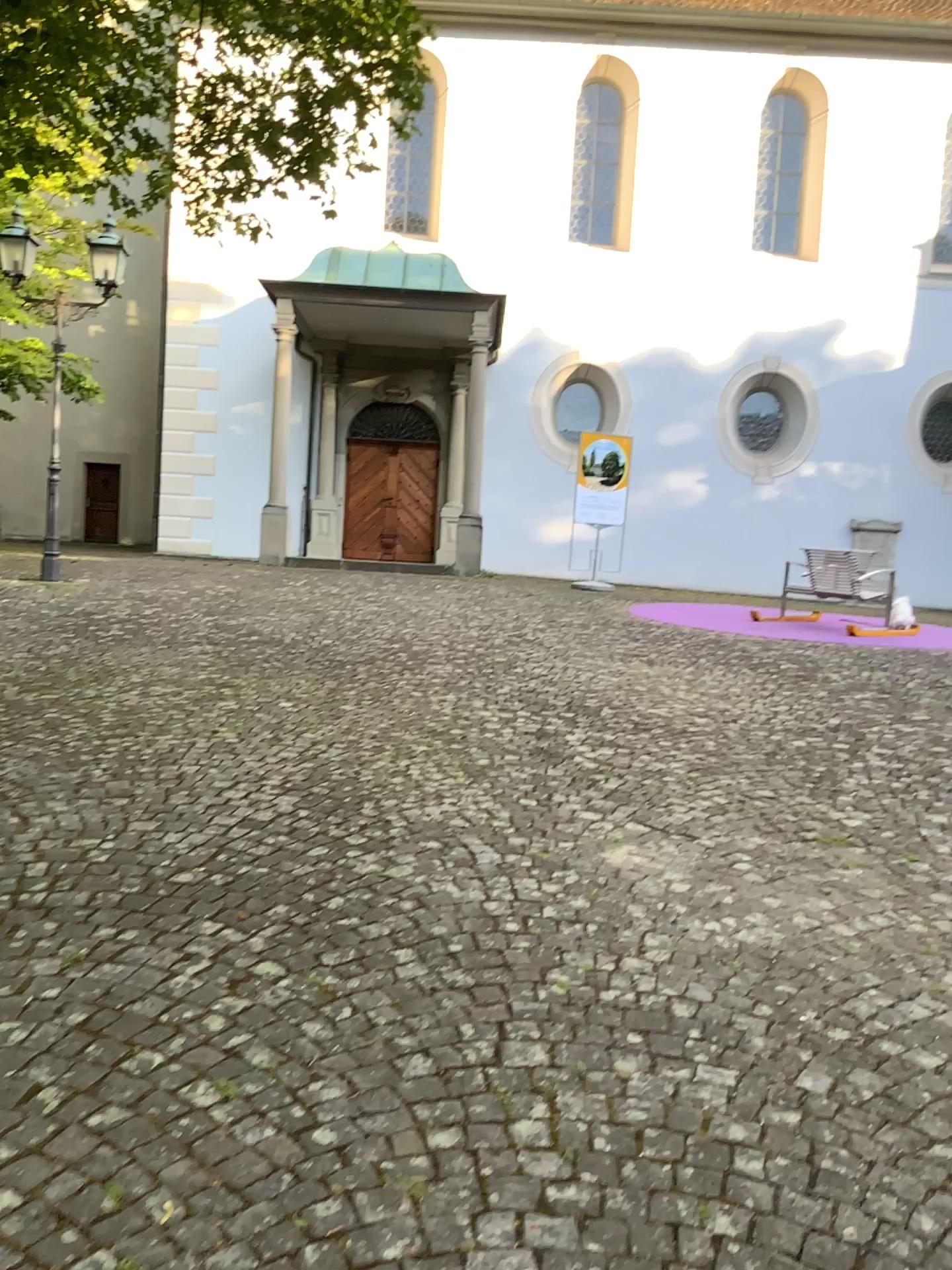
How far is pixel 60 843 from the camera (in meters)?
3.66
